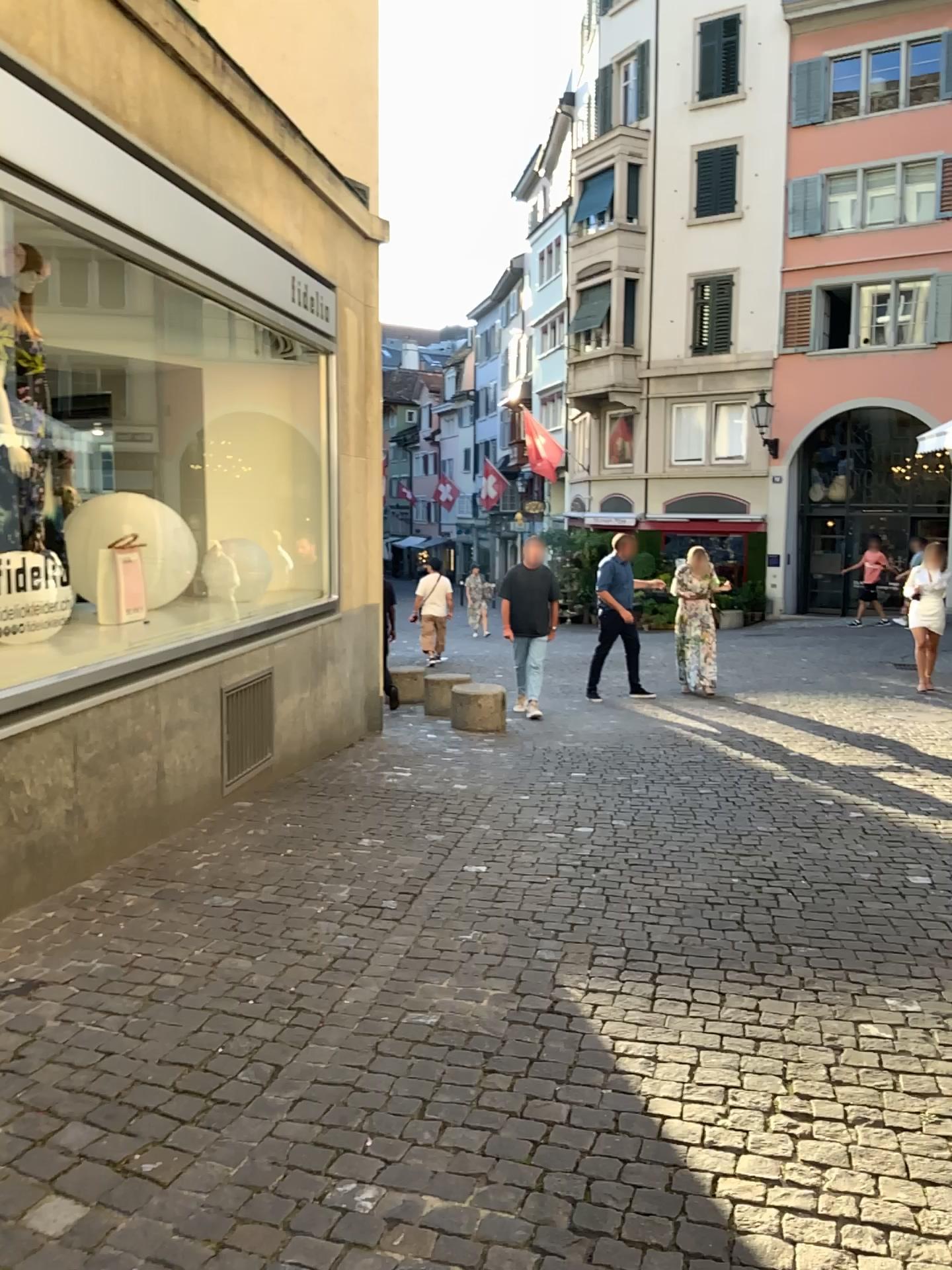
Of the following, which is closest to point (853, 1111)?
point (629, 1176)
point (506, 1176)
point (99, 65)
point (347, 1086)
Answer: point (629, 1176)
